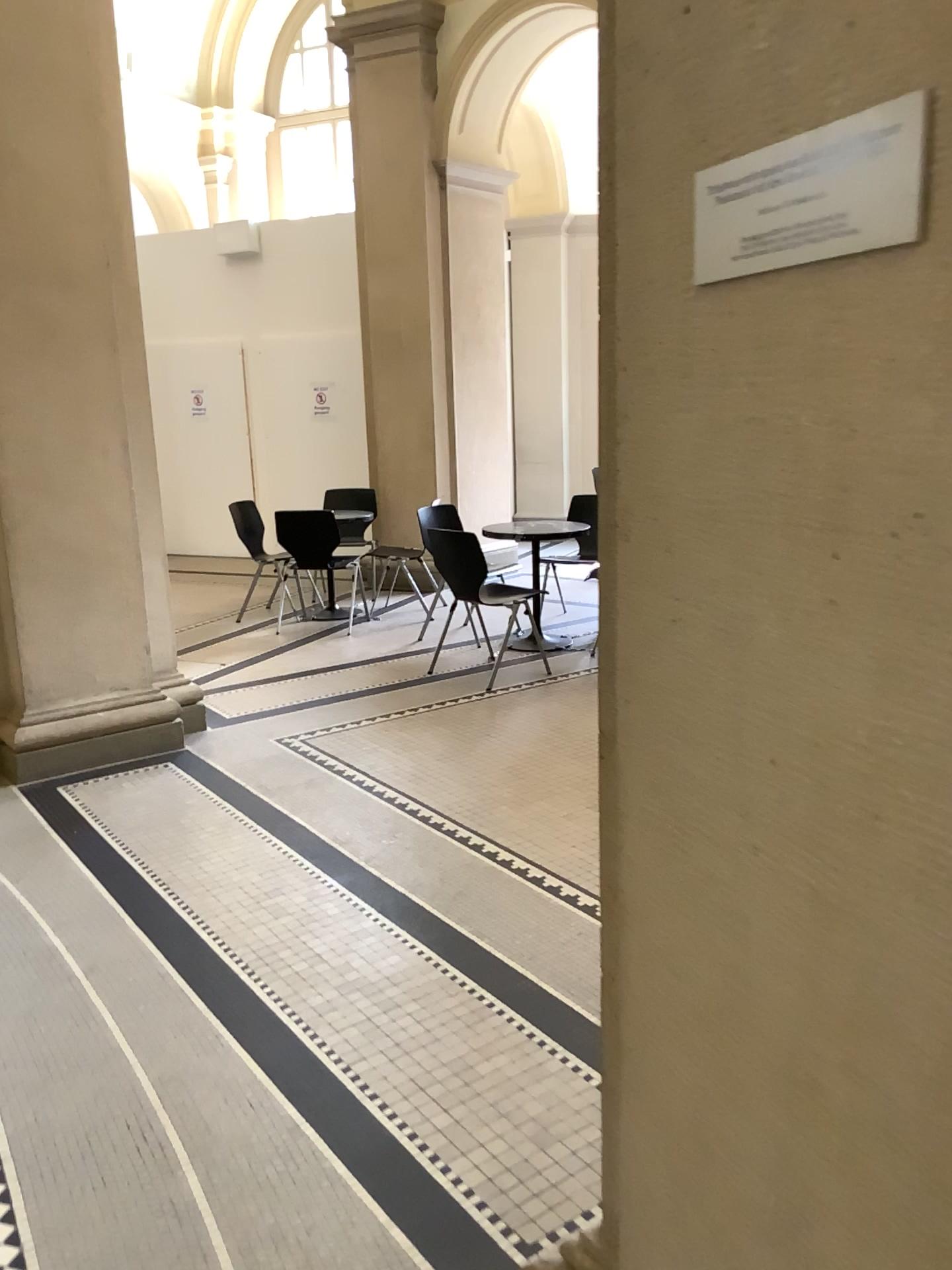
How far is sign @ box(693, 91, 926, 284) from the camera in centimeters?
64cm

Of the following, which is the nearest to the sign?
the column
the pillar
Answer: the pillar

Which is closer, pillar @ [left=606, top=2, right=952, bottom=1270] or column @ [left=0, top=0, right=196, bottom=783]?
pillar @ [left=606, top=2, right=952, bottom=1270]

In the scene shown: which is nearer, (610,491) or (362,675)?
(610,491)

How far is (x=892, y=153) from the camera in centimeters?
64cm

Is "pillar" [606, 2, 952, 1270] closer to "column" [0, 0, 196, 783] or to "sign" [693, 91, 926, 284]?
"sign" [693, 91, 926, 284]

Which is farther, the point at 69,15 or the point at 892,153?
the point at 69,15

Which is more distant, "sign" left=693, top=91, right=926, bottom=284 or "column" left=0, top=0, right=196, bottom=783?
"column" left=0, top=0, right=196, bottom=783

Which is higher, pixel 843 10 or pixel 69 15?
pixel 69 15
